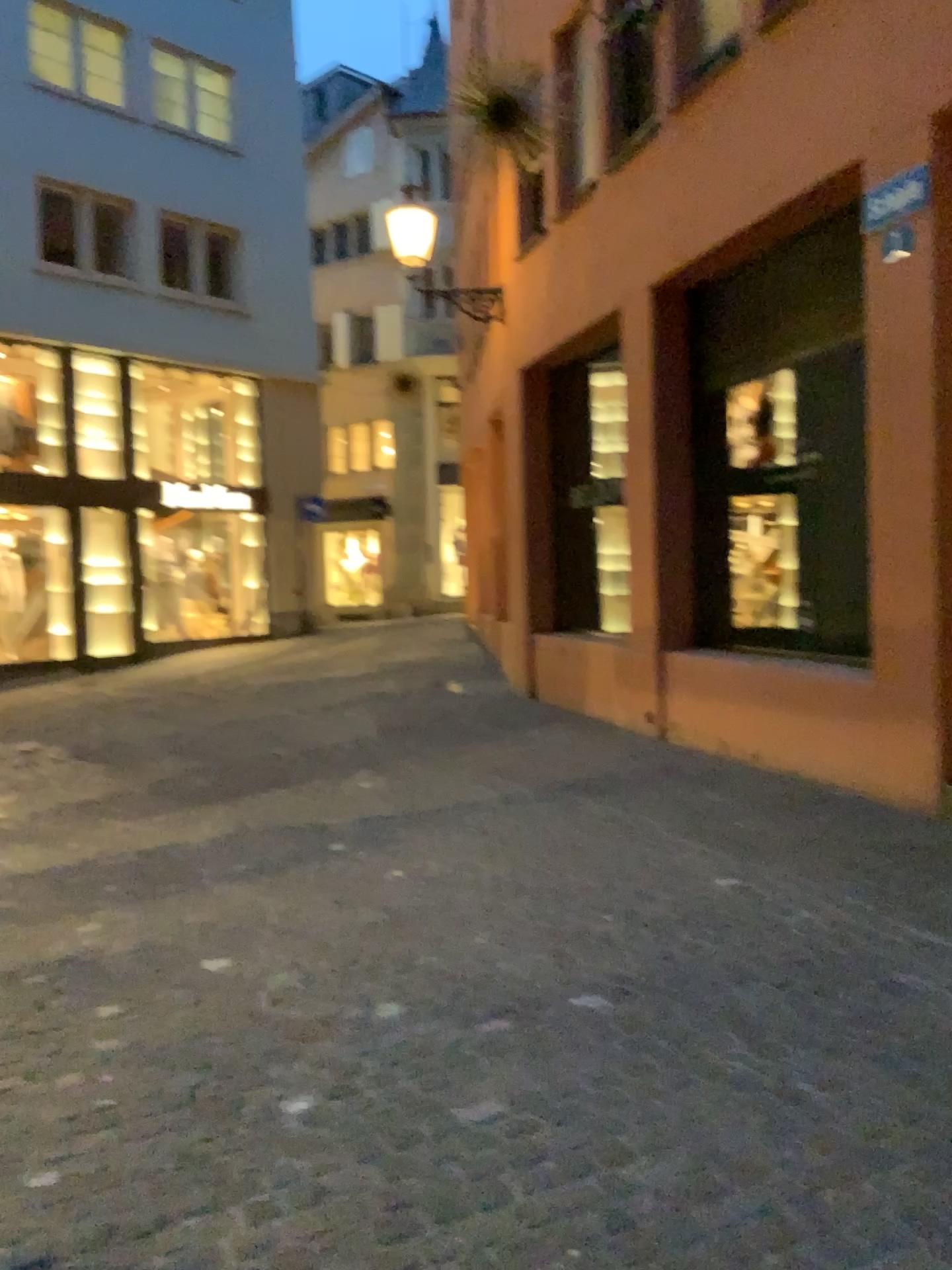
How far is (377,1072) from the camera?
2.84m
